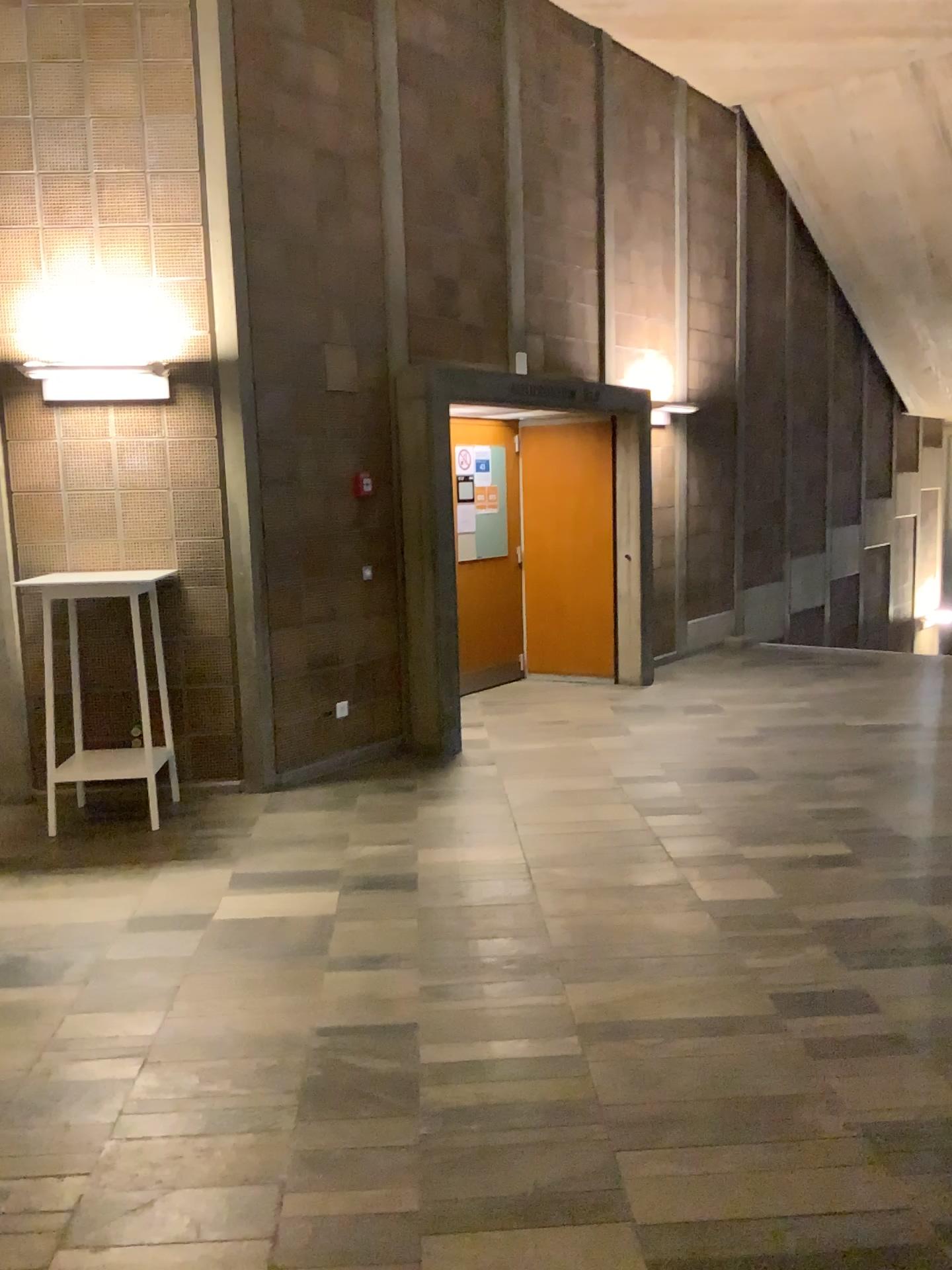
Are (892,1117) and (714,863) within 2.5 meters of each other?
yes
